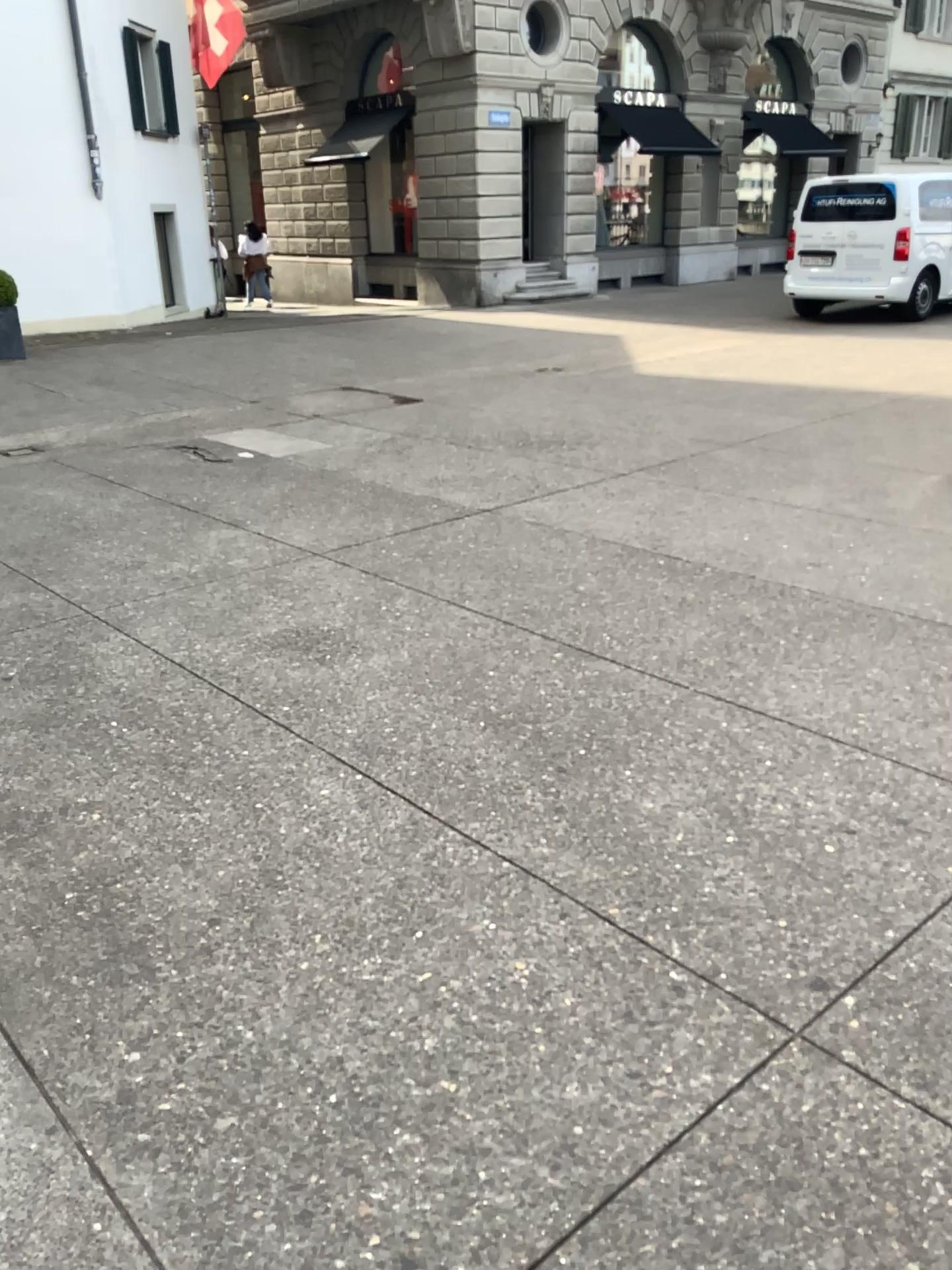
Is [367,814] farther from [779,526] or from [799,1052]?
[779,526]
